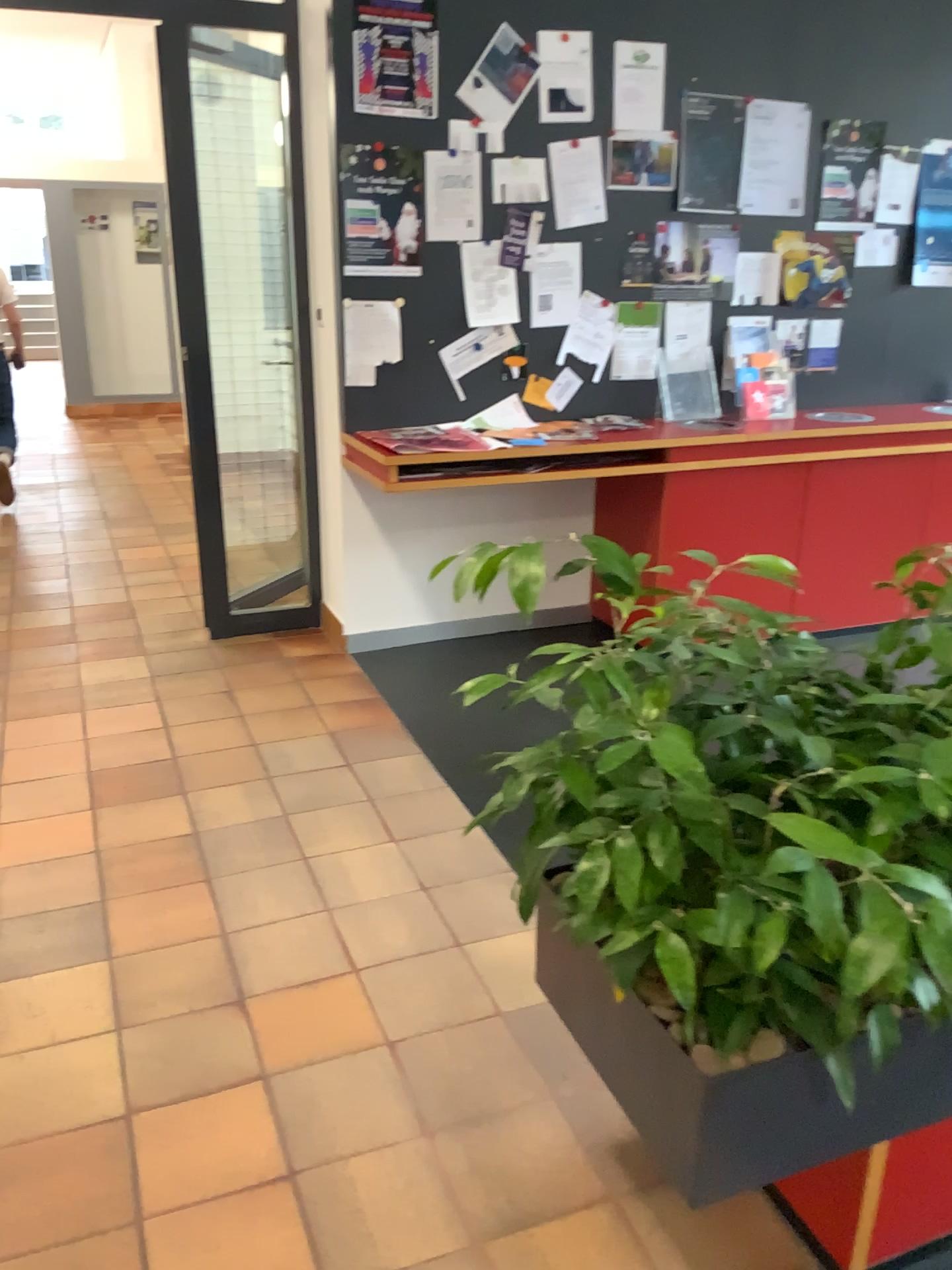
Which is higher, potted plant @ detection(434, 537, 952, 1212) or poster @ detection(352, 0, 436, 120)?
poster @ detection(352, 0, 436, 120)

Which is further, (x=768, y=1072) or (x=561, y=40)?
(x=561, y=40)

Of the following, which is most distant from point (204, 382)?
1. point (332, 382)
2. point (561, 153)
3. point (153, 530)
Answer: point (153, 530)

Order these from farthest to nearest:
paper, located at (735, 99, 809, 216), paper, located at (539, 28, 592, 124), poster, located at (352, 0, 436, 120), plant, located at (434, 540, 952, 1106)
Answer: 1. paper, located at (735, 99, 809, 216)
2. paper, located at (539, 28, 592, 124)
3. poster, located at (352, 0, 436, 120)
4. plant, located at (434, 540, 952, 1106)

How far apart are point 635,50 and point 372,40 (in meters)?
1.02

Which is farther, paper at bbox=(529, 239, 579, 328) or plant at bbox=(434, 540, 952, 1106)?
paper at bbox=(529, 239, 579, 328)

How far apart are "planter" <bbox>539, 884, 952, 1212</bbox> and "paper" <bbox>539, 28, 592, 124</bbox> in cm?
323

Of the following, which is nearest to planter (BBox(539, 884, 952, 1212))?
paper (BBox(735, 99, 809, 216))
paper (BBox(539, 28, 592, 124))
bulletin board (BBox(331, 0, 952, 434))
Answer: bulletin board (BBox(331, 0, 952, 434))

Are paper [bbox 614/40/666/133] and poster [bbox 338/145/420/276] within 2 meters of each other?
yes

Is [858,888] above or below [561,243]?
below
